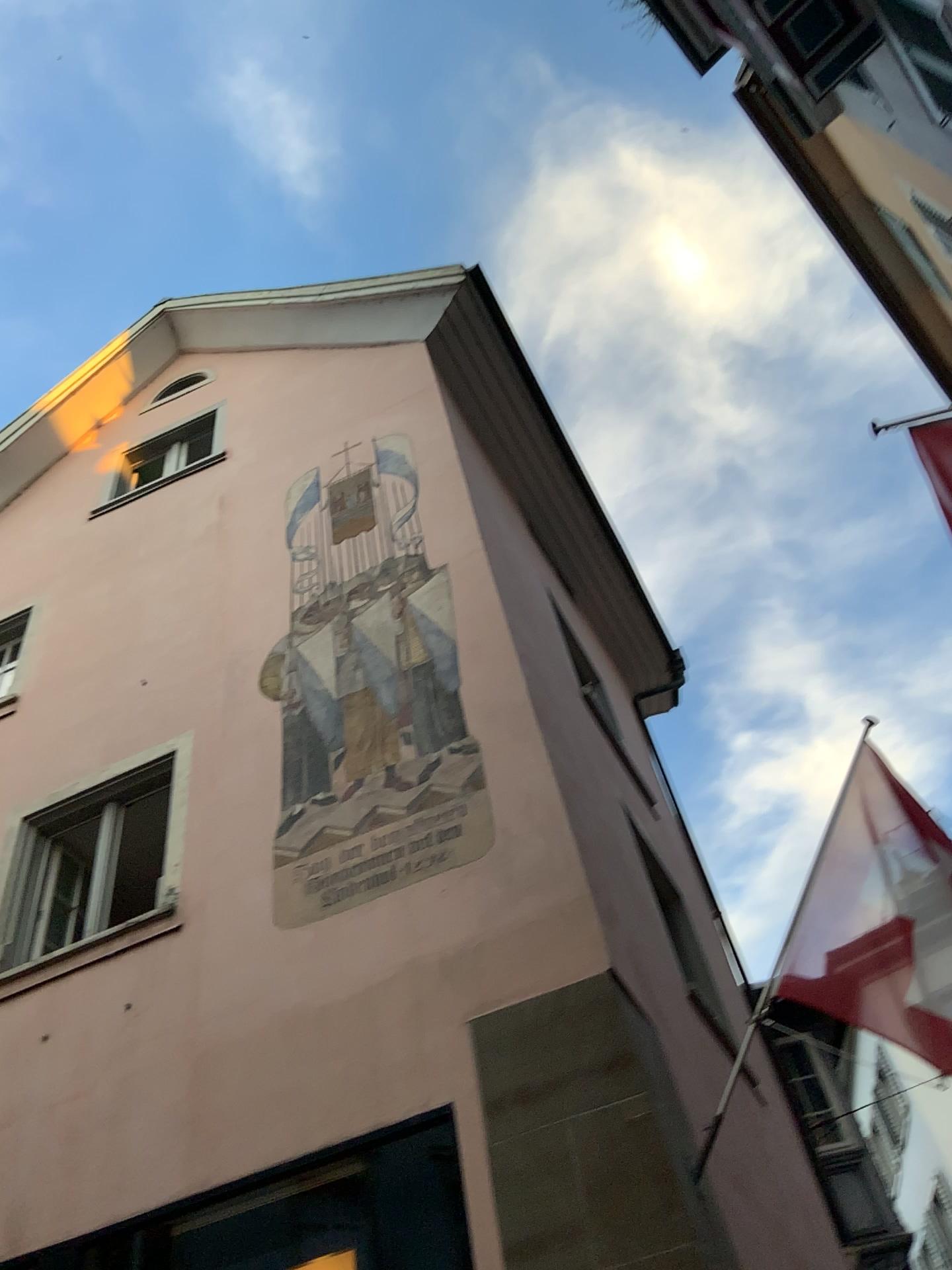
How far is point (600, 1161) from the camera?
4.4 meters
